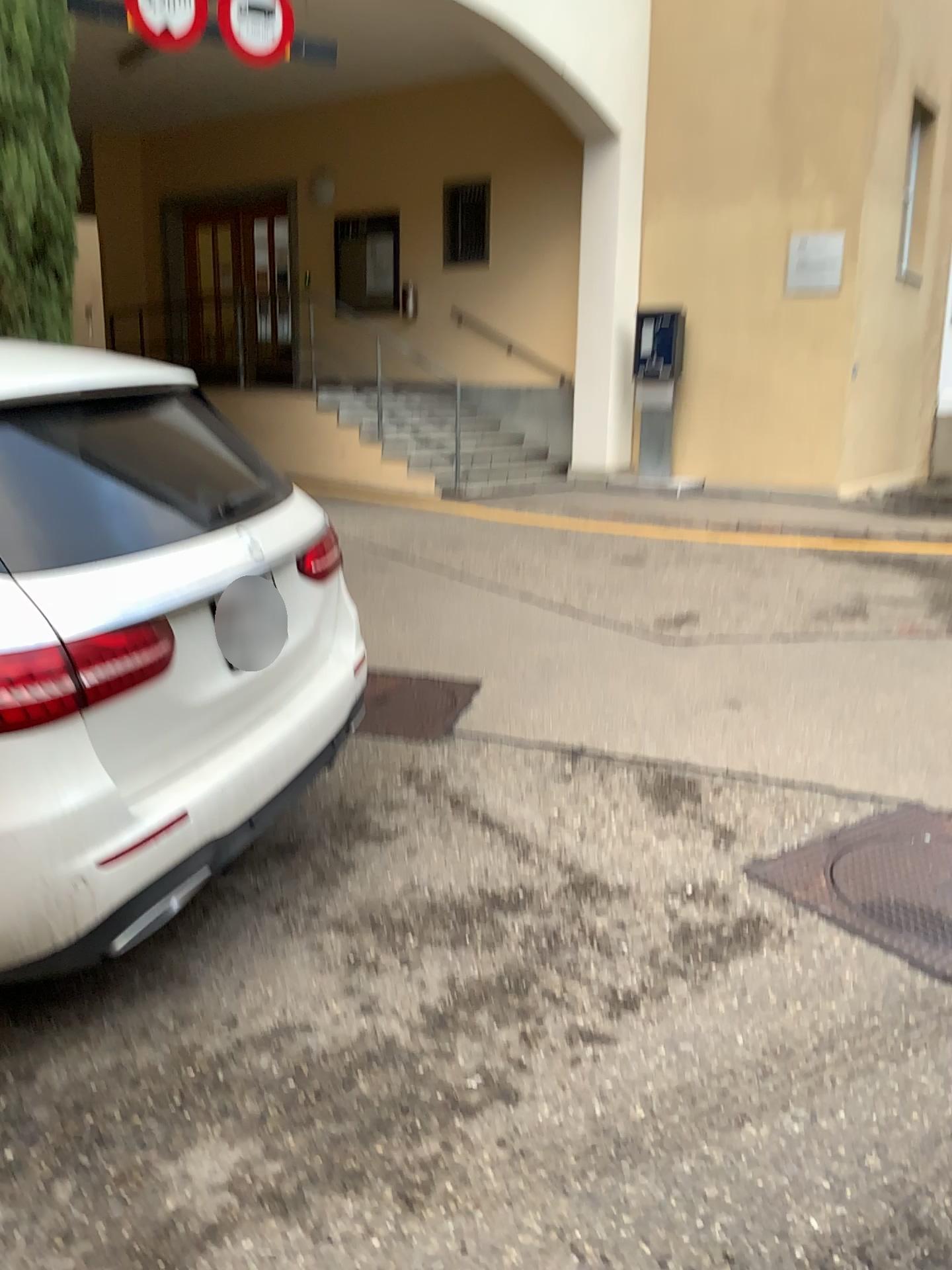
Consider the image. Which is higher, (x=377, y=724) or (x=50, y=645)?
(x=50, y=645)

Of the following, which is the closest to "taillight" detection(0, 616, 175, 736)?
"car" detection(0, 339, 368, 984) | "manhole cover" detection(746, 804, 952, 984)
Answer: "car" detection(0, 339, 368, 984)

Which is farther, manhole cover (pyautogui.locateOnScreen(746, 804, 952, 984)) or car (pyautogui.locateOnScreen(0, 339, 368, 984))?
manhole cover (pyautogui.locateOnScreen(746, 804, 952, 984))

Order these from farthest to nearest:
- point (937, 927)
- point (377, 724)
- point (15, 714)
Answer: point (377, 724) < point (937, 927) < point (15, 714)

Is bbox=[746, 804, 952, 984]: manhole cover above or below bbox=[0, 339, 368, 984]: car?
below

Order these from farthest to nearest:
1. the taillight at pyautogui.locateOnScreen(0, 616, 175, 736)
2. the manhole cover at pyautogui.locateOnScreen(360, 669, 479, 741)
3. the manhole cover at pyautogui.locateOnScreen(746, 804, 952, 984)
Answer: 1. the manhole cover at pyautogui.locateOnScreen(360, 669, 479, 741)
2. the manhole cover at pyautogui.locateOnScreen(746, 804, 952, 984)
3. the taillight at pyautogui.locateOnScreen(0, 616, 175, 736)

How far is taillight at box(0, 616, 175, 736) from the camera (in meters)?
1.82

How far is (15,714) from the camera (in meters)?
1.82

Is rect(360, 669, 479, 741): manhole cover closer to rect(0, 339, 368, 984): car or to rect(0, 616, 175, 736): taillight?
rect(0, 339, 368, 984): car

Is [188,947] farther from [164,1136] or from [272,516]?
[272,516]
